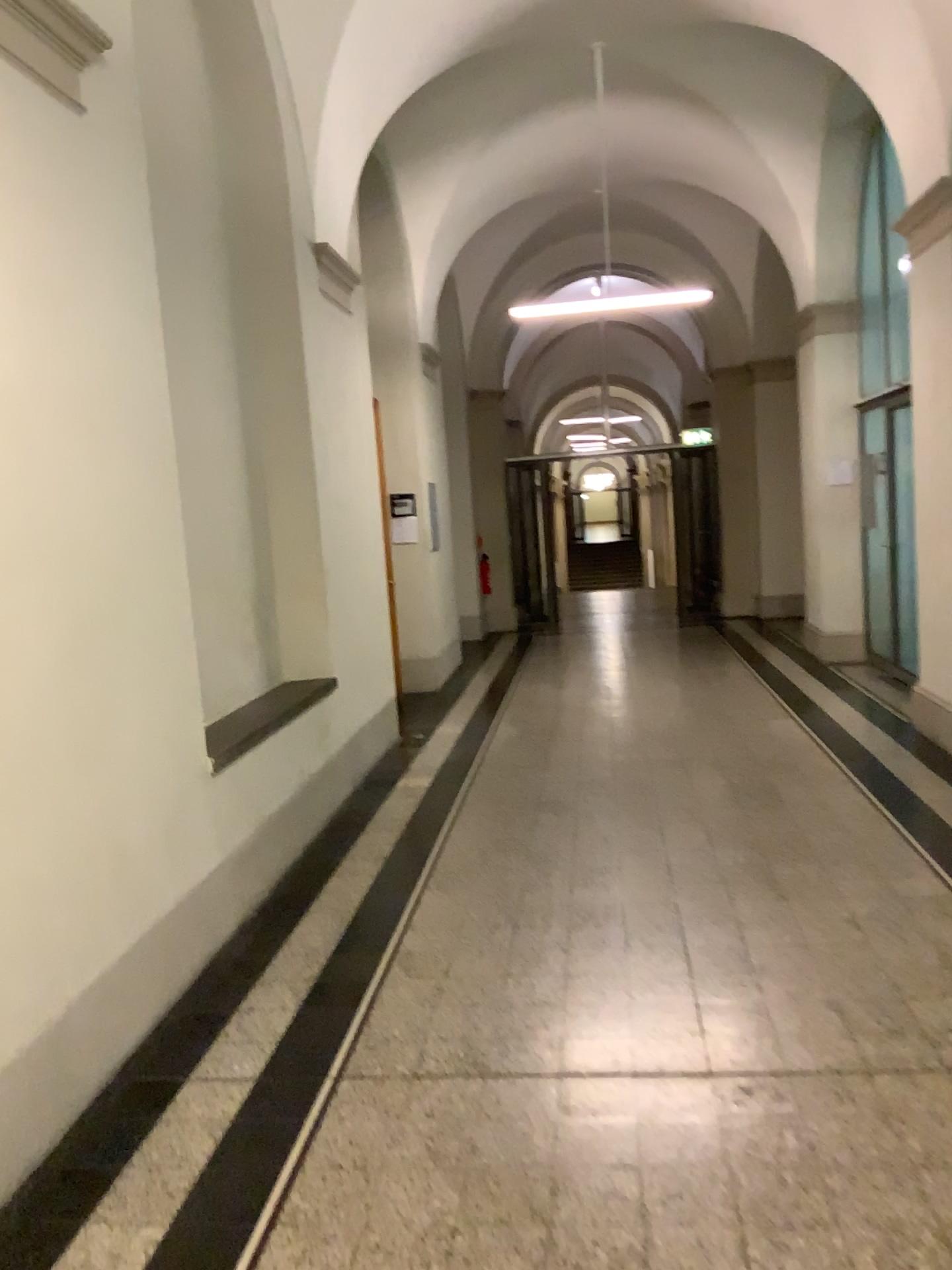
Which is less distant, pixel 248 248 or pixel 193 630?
pixel 193 630
